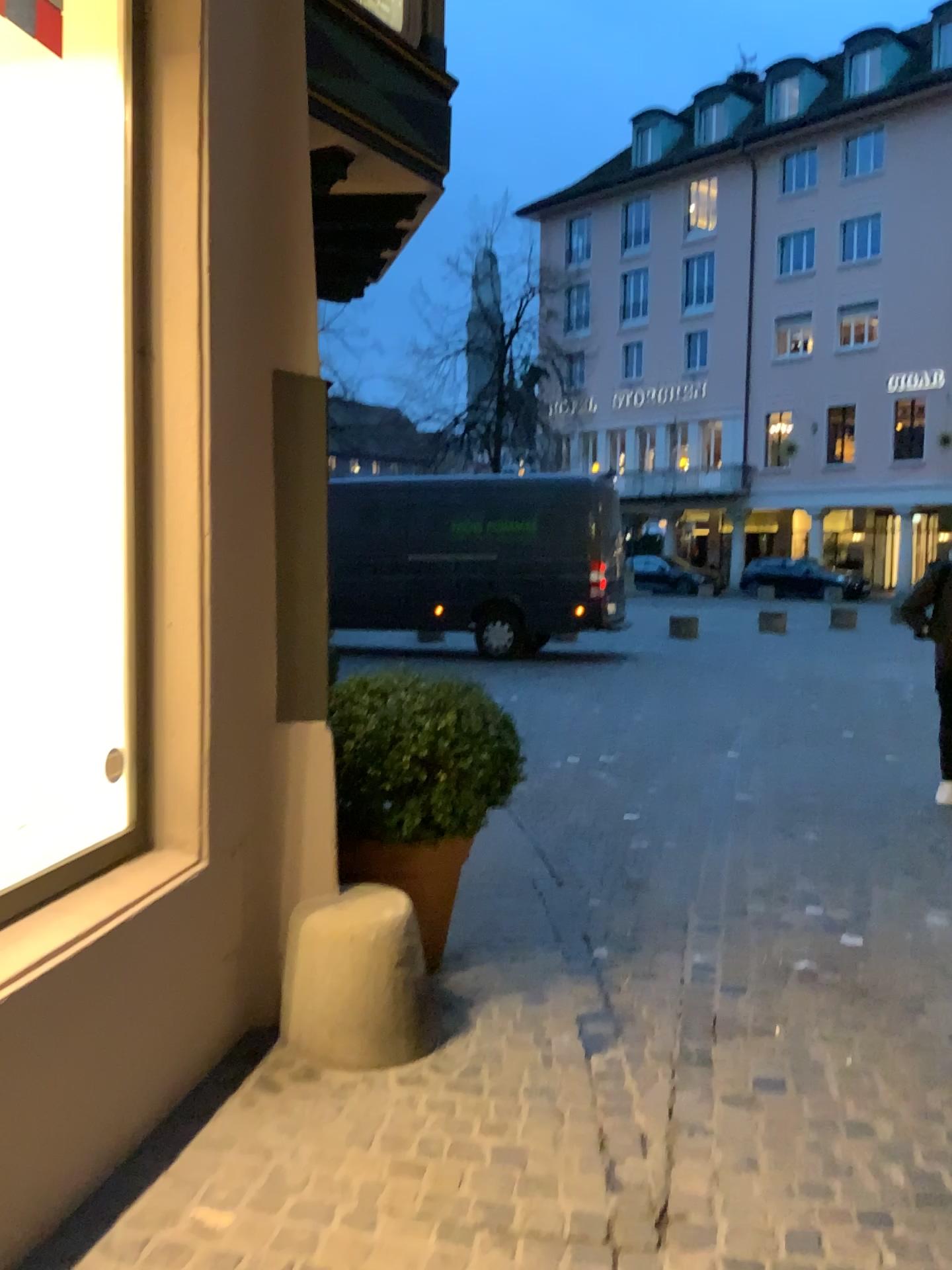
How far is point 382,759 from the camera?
3.3 meters

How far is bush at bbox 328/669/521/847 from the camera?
3.3m

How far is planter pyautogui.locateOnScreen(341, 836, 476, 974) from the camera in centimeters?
320cm

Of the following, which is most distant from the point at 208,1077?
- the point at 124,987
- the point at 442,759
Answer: the point at 442,759

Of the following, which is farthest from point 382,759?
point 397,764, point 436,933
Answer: point 436,933

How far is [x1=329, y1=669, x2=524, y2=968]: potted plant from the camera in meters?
3.3

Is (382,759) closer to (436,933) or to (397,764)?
(397,764)
